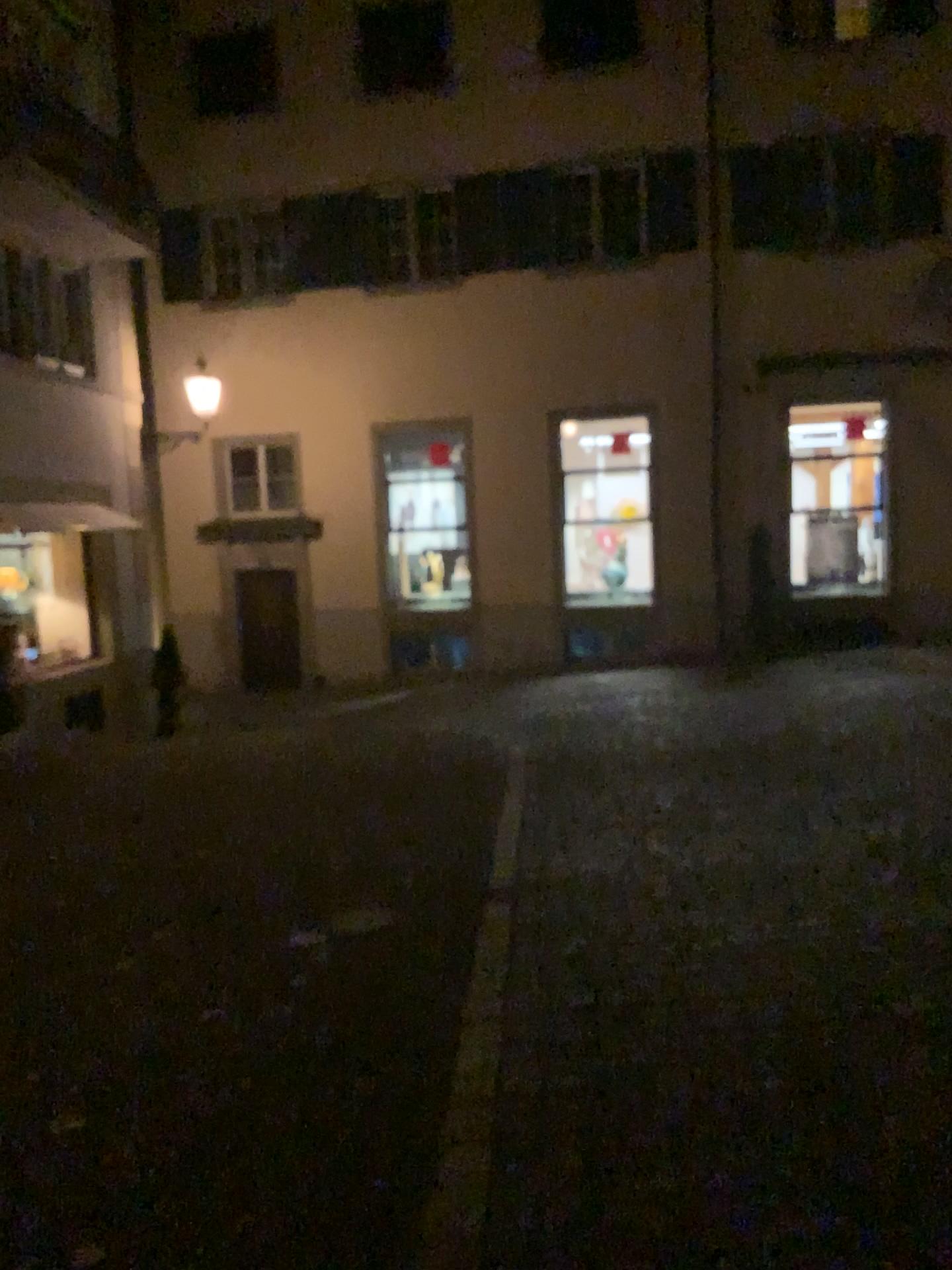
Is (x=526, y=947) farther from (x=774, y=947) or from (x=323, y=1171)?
(x=323, y=1171)
